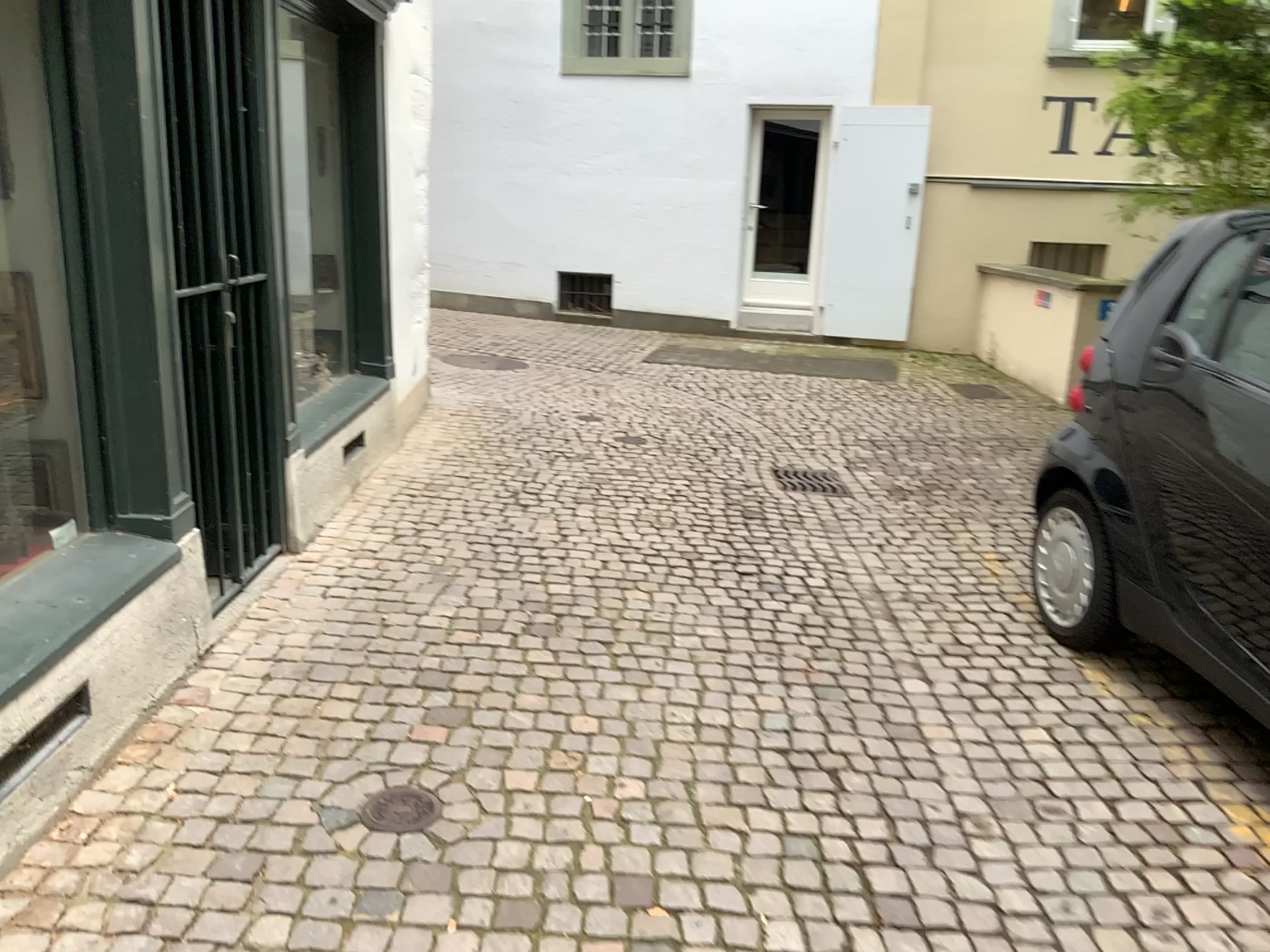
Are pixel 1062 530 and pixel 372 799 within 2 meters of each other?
no

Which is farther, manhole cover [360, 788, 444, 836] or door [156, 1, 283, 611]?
door [156, 1, 283, 611]

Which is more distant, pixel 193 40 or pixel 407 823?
pixel 193 40

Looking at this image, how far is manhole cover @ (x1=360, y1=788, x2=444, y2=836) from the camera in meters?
2.5 m

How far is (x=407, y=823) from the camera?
2.5 meters

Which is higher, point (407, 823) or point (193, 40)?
point (193, 40)
